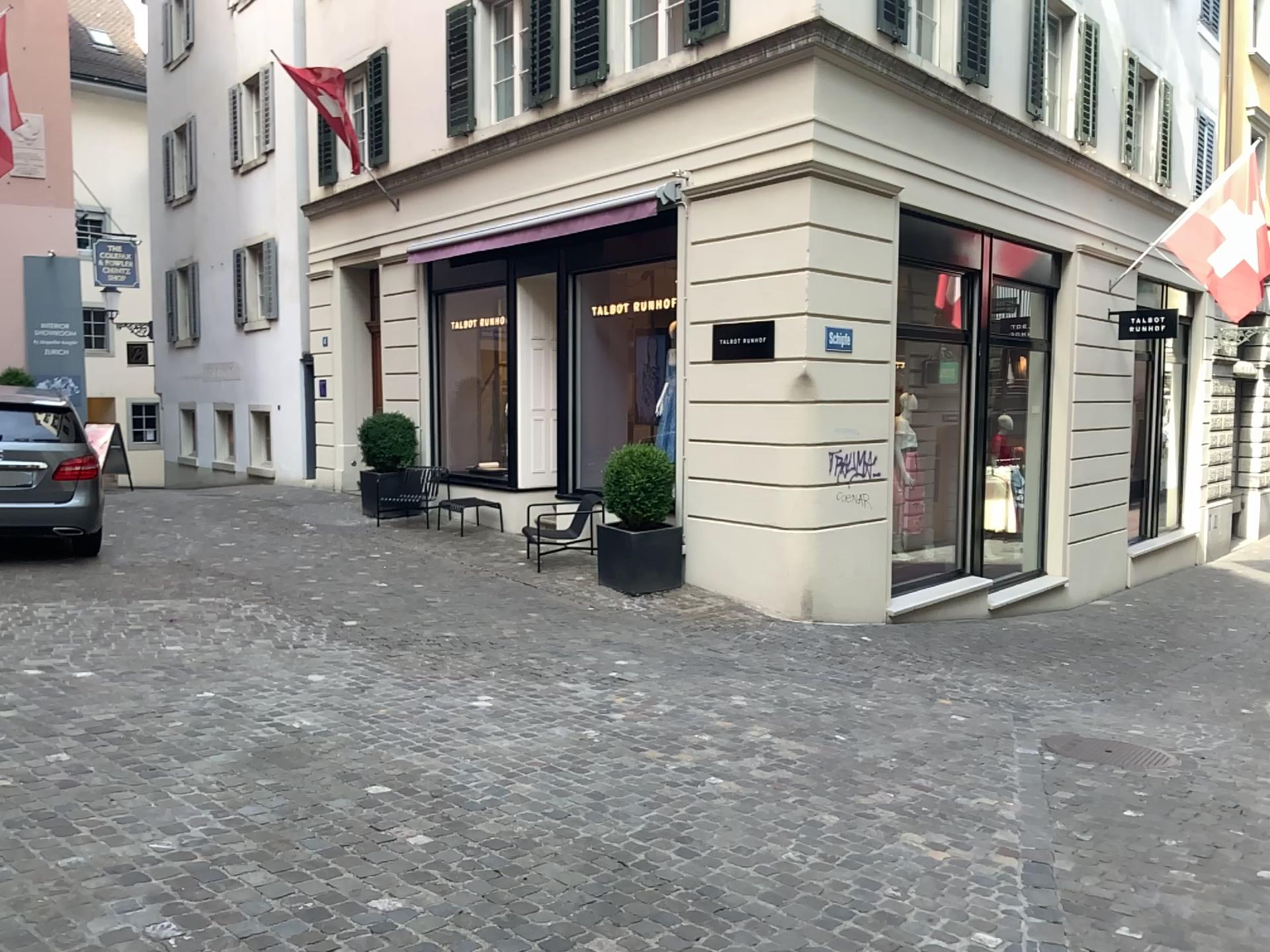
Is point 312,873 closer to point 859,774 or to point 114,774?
point 114,774
